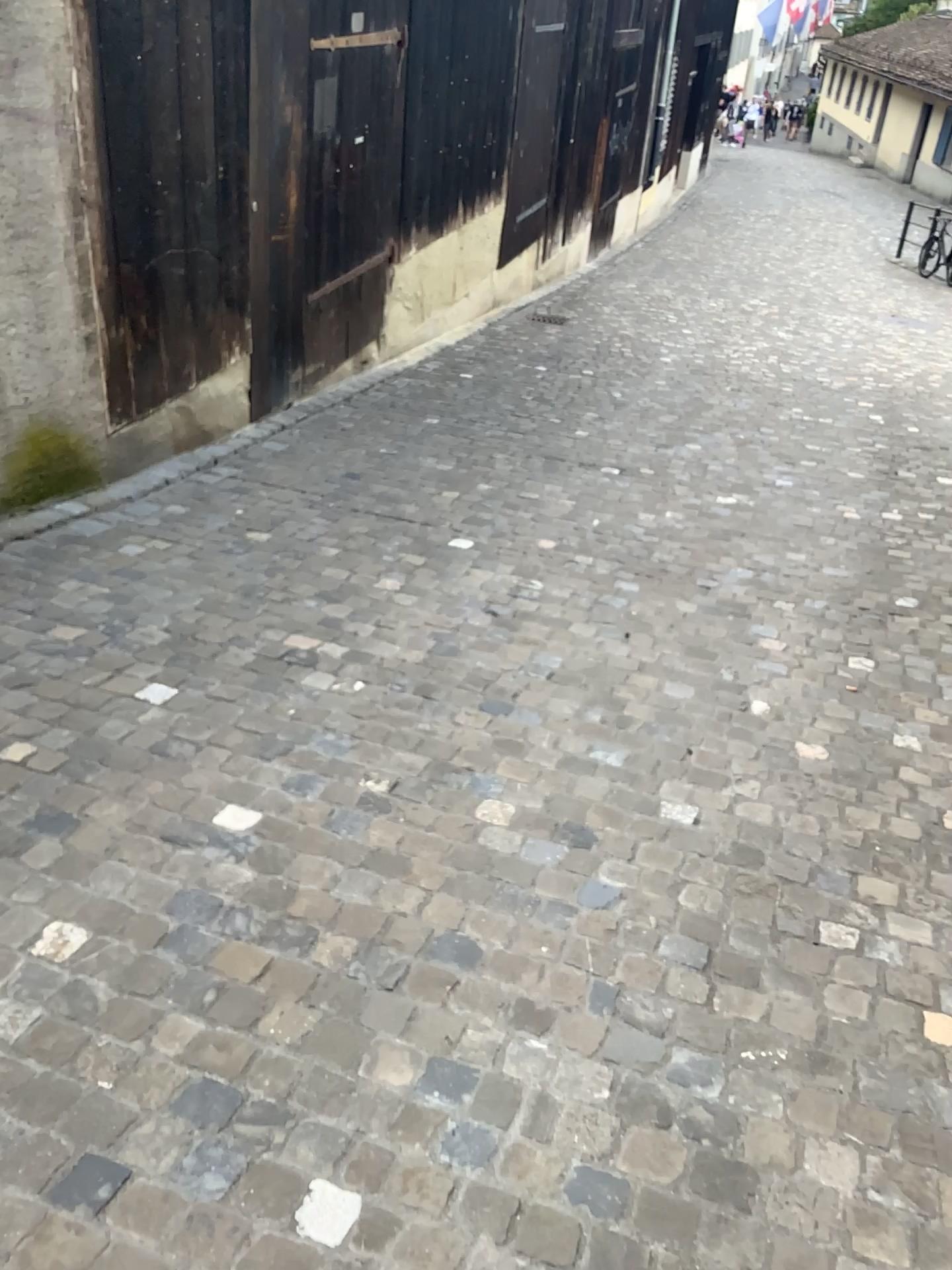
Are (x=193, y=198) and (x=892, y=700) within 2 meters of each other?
no

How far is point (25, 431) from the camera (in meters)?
3.98

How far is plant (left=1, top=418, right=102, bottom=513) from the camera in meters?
4.0
